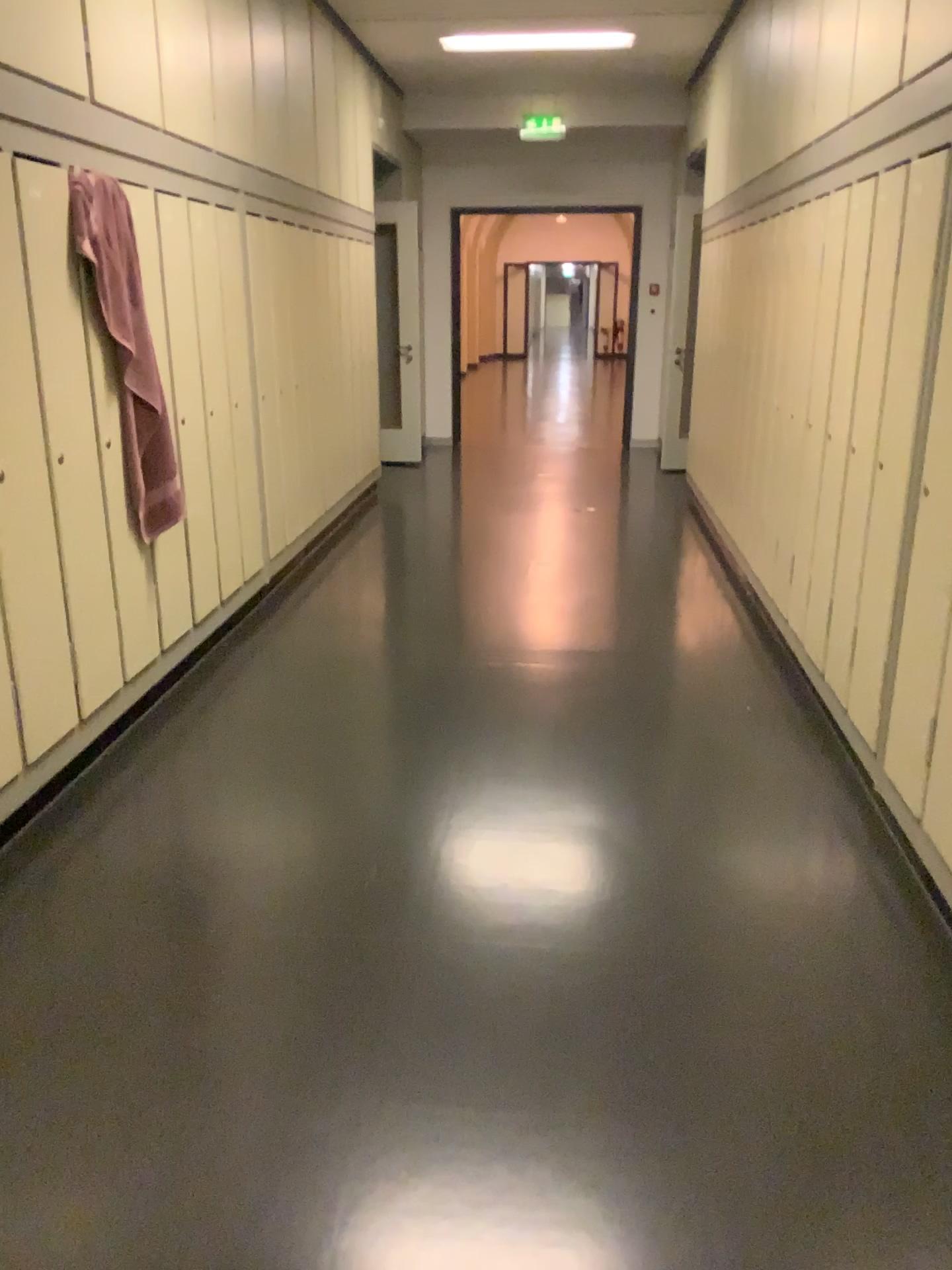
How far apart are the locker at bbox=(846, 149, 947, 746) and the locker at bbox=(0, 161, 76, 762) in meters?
2.3

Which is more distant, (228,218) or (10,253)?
(228,218)

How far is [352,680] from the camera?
4.0m

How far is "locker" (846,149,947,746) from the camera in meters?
2.6

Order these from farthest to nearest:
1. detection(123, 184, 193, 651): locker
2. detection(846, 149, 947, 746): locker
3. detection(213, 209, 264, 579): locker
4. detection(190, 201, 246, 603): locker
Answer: detection(213, 209, 264, 579): locker, detection(190, 201, 246, 603): locker, detection(123, 184, 193, 651): locker, detection(846, 149, 947, 746): locker

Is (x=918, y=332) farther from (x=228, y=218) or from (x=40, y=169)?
(x=228, y=218)

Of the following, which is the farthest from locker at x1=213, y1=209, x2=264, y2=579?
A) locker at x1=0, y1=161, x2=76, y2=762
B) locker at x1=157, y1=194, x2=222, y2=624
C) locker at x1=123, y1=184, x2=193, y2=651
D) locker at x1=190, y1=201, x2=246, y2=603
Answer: locker at x1=0, y1=161, x2=76, y2=762

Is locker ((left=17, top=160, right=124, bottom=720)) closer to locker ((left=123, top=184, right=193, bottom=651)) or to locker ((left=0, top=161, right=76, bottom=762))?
locker ((left=0, top=161, right=76, bottom=762))

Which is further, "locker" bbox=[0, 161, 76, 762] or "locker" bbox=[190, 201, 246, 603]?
"locker" bbox=[190, 201, 246, 603]

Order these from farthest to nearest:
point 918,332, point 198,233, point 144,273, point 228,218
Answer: point 228,218 < point 198,233 < point 144,273 < point 918,332
